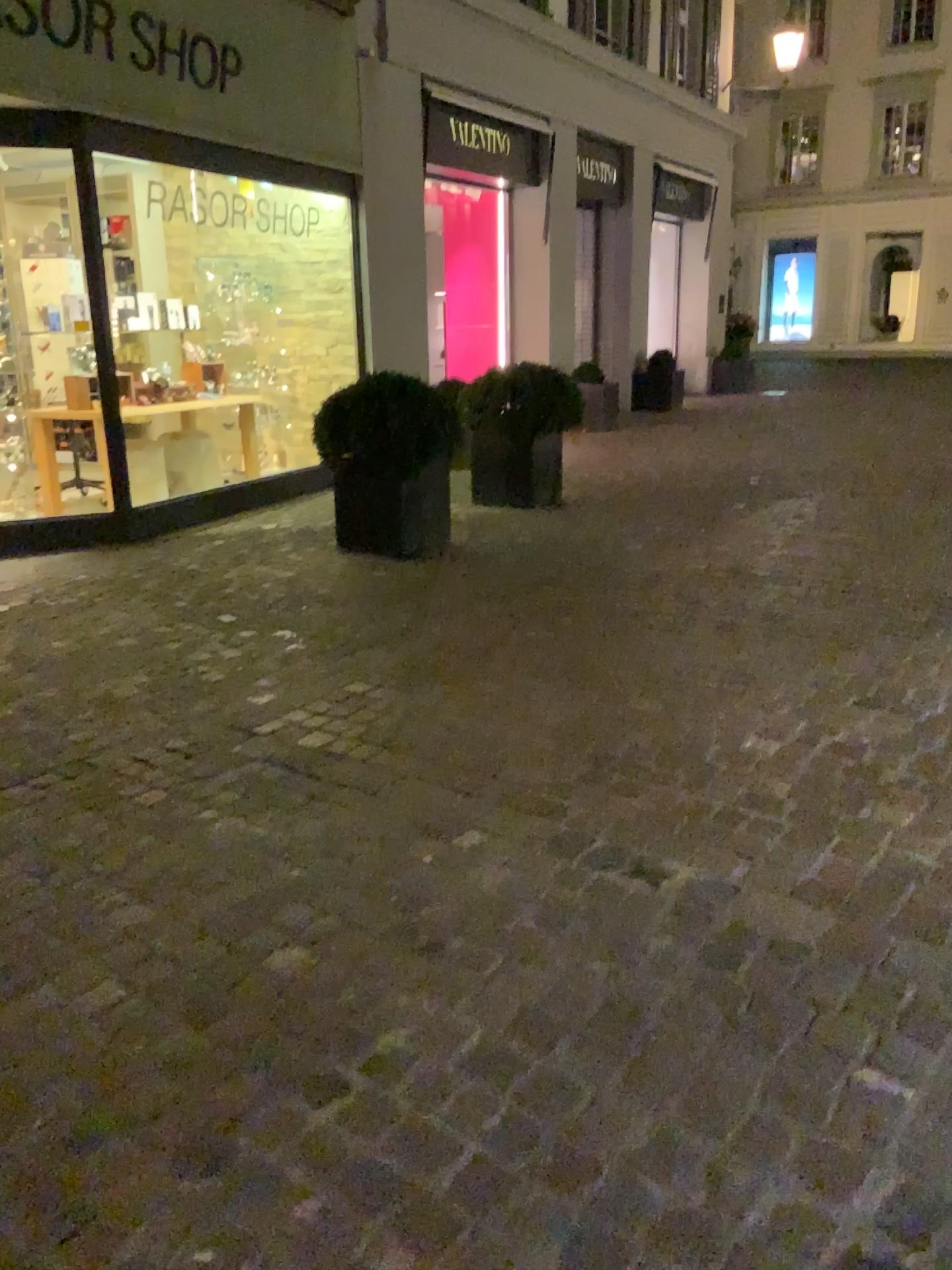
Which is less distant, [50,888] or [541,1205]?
[541,1205]
